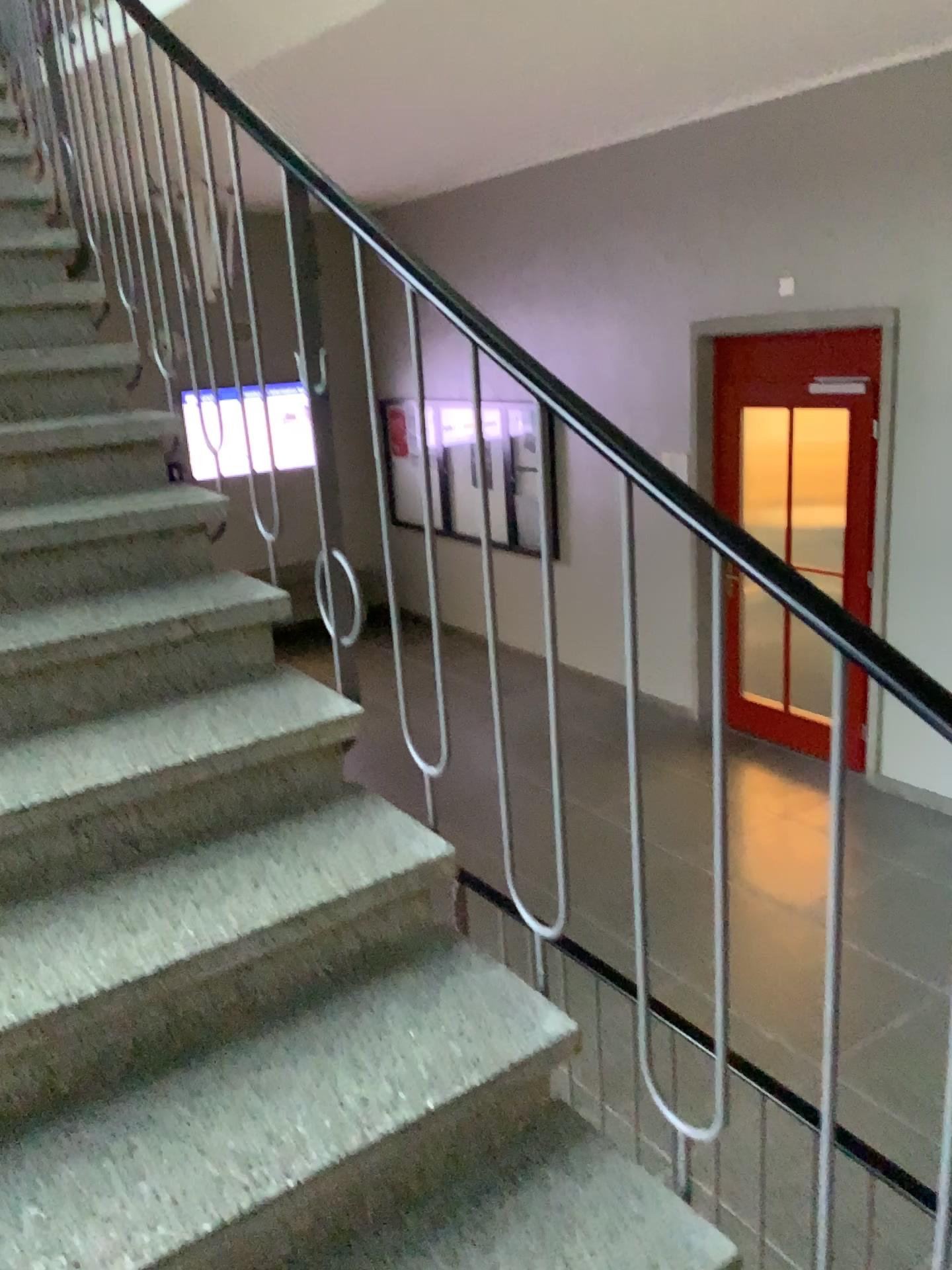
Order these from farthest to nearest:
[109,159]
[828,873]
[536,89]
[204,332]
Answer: [536,89] < [109,159] < [204,332] < [828,873]

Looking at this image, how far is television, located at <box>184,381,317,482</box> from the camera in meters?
2.0

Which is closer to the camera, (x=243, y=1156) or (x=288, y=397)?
(x=243, y=1156)

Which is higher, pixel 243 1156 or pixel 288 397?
pixel 288 397

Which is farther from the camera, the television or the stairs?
the television

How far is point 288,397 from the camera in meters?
2.0
